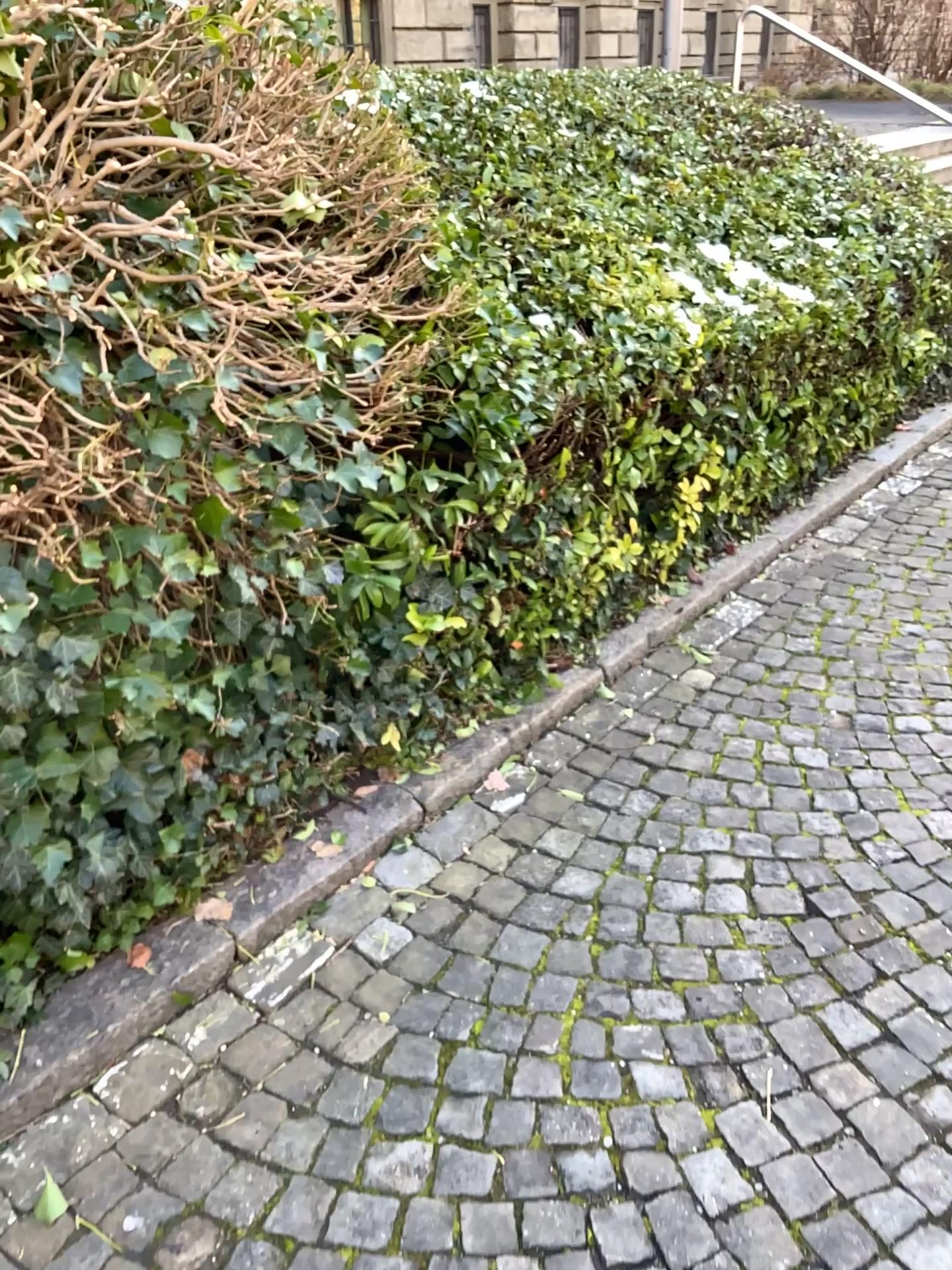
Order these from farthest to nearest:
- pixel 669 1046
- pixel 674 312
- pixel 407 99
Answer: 1. pixel 407 99
2. pixel 674 312
3. pixel 669 1046
